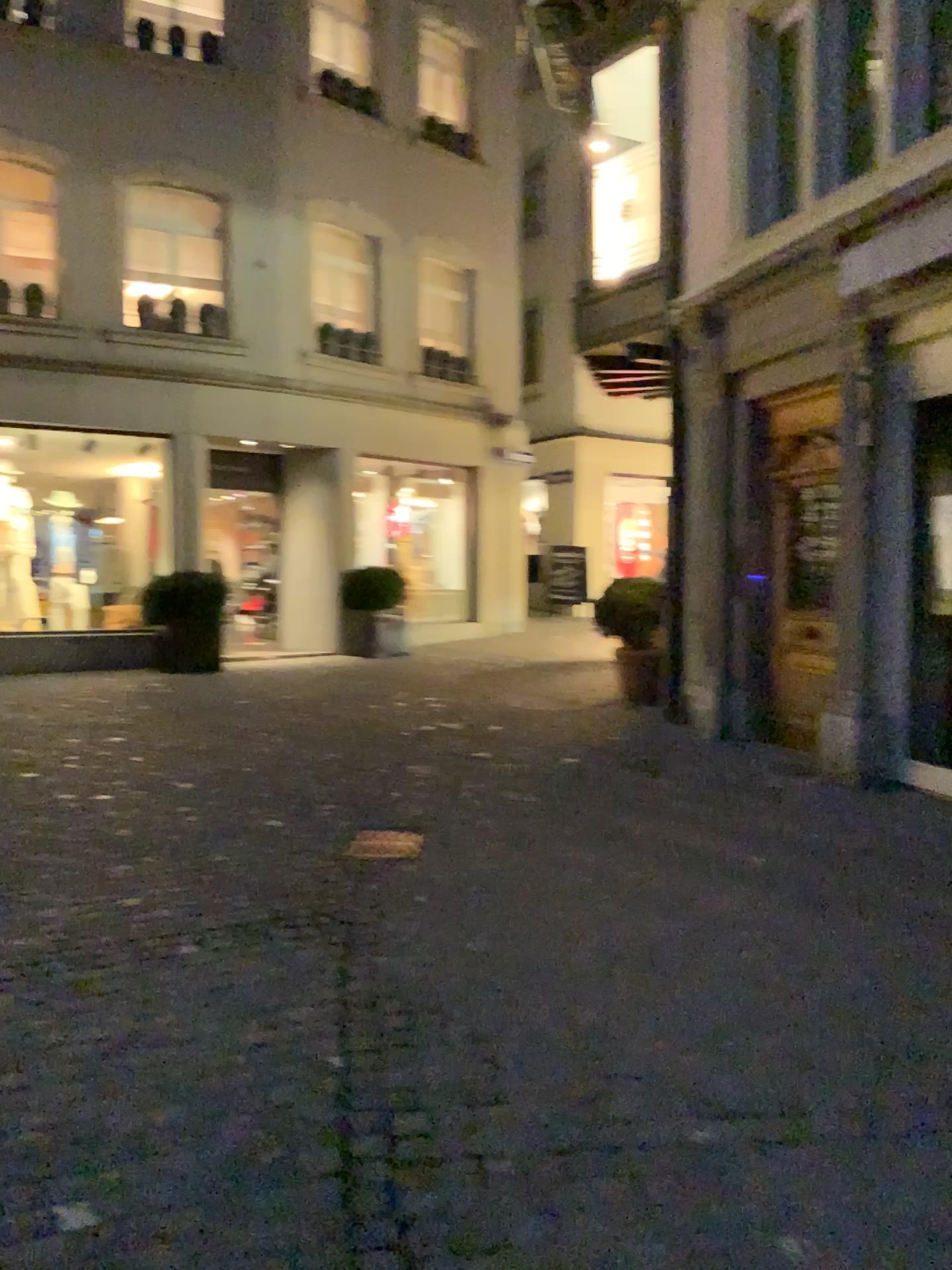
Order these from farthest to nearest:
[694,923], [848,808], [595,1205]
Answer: [848,808] < [694,923] < [595,1205]
